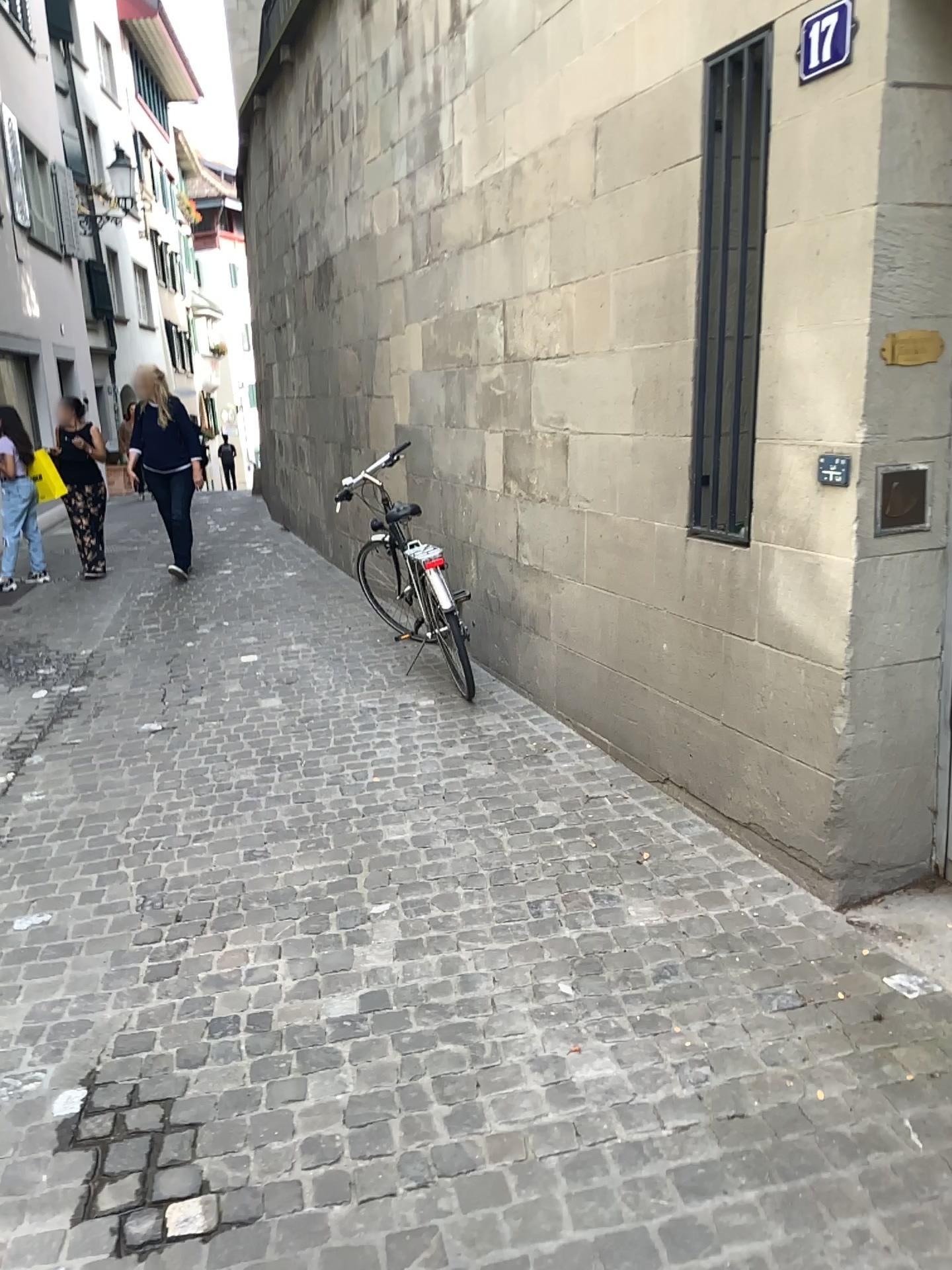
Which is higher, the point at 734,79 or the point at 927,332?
the point at 734,79

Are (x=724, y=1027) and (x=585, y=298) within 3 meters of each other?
yes

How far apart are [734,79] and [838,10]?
0.7m

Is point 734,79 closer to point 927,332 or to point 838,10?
point 838,10

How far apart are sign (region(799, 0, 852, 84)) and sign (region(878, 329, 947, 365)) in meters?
0.7

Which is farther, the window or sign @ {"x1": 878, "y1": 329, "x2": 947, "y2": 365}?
the window

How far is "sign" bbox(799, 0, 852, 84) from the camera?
2.6m

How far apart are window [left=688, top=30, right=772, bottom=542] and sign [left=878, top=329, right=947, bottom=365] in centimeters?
61cm

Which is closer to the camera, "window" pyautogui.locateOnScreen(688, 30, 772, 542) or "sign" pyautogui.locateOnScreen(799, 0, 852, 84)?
"sign" pyautogui.locateOnScreen(799, 0, 852, 84)

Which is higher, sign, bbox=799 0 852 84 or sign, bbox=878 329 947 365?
sign, bbox=799 0 852 84
